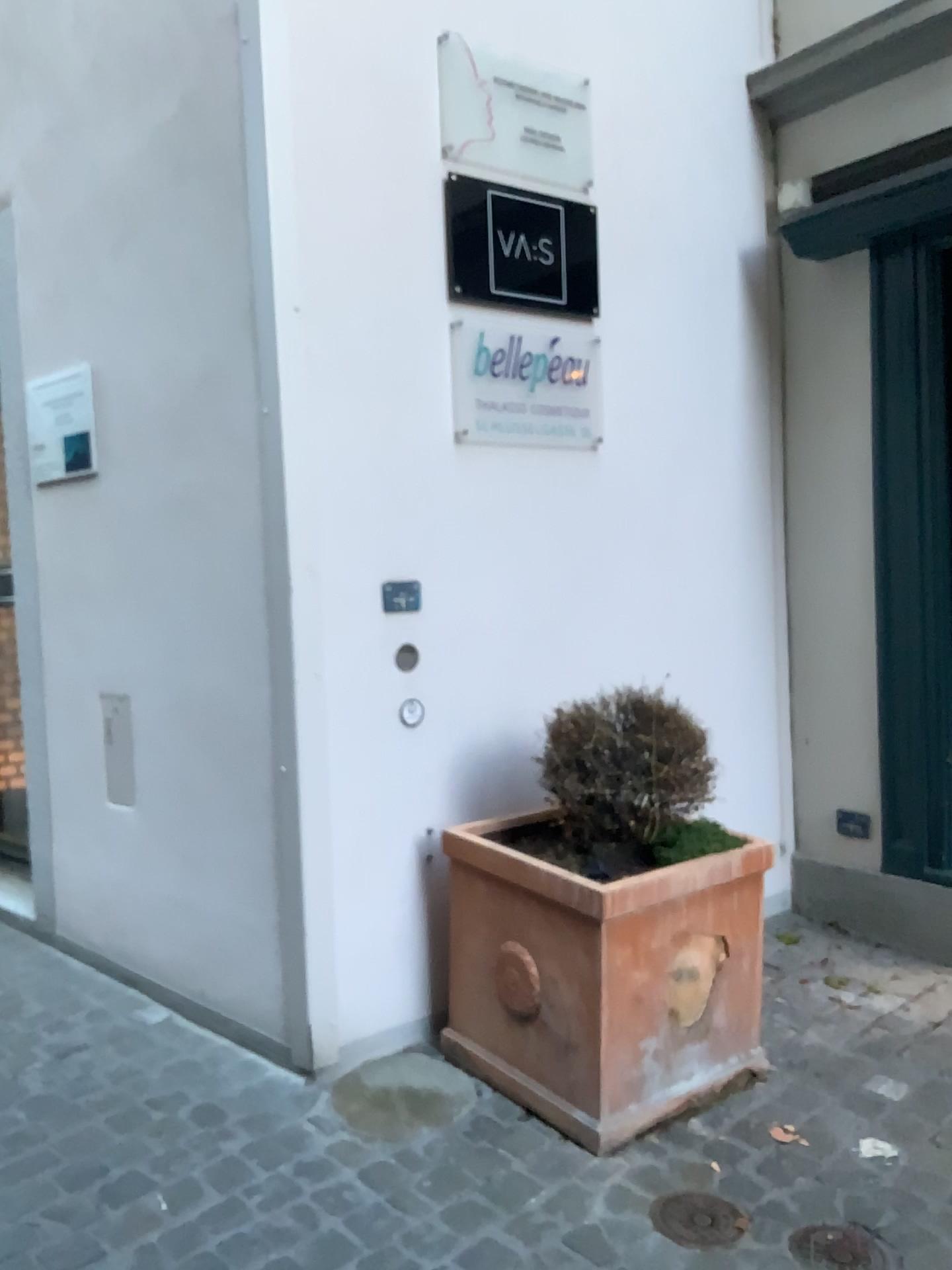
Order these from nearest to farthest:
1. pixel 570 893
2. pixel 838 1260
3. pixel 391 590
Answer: pixel 838 1260 → pixel 570 893 → pixel 391 590

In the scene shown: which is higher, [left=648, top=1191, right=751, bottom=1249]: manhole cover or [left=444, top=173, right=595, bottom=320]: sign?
[left=444, top=173, right=595, bottom=320]: sign

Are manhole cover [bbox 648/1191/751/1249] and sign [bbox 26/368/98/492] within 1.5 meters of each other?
no

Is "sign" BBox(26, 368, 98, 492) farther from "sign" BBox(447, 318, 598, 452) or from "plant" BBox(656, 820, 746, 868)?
"plant" BBox(656, 820, 746, 868)

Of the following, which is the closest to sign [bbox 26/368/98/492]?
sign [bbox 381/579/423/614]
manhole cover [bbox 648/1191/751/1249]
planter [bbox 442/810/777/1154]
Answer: sign [bbox 381/579/423/614]

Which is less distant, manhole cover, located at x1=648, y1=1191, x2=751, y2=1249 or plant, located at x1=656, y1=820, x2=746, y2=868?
manhole cover, located at x1=648, y1=1191, x2=751, y2=1249

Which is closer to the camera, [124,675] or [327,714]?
[327,714]

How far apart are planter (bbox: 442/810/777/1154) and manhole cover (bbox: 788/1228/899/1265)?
0.4m

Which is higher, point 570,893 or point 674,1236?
point 570,893

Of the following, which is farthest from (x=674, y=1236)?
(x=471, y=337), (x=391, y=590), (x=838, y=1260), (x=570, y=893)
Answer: (x=471, y=337)
